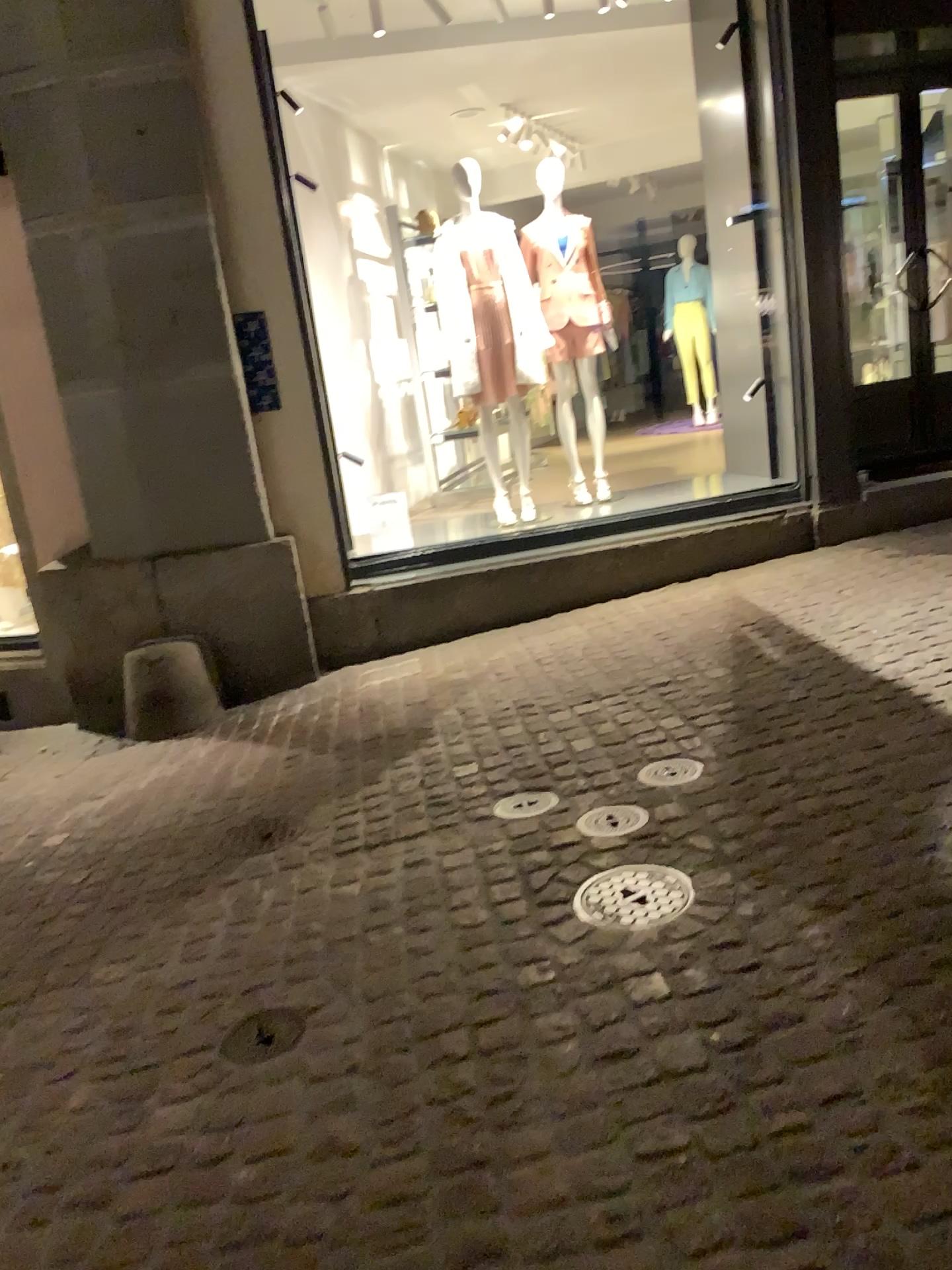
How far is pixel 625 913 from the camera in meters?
2.5

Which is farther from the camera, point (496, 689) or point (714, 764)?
point (496, 689)

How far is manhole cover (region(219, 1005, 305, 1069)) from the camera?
2.3m

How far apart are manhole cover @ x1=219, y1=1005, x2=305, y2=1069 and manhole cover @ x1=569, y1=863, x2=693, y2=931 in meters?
0.7 m

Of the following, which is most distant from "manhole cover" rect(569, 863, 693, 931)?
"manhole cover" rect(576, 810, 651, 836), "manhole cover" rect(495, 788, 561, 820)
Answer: "manhole cover" rect(495, 788, 561, 820)

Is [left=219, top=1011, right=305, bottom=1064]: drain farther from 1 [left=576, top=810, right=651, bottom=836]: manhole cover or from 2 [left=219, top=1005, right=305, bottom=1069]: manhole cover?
1 [left=576, top=810, right=651, bottom=836]: manhole cover

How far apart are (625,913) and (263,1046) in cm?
89

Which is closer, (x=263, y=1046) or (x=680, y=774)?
(x=263, y=1046)

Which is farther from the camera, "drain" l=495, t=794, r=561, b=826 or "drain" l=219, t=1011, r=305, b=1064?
"drain" l=495, t=794, r=561, b=826

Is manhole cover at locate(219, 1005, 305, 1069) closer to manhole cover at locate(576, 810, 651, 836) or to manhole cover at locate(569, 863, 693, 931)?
manhole cover at locate(569, 863, 693, 931)
